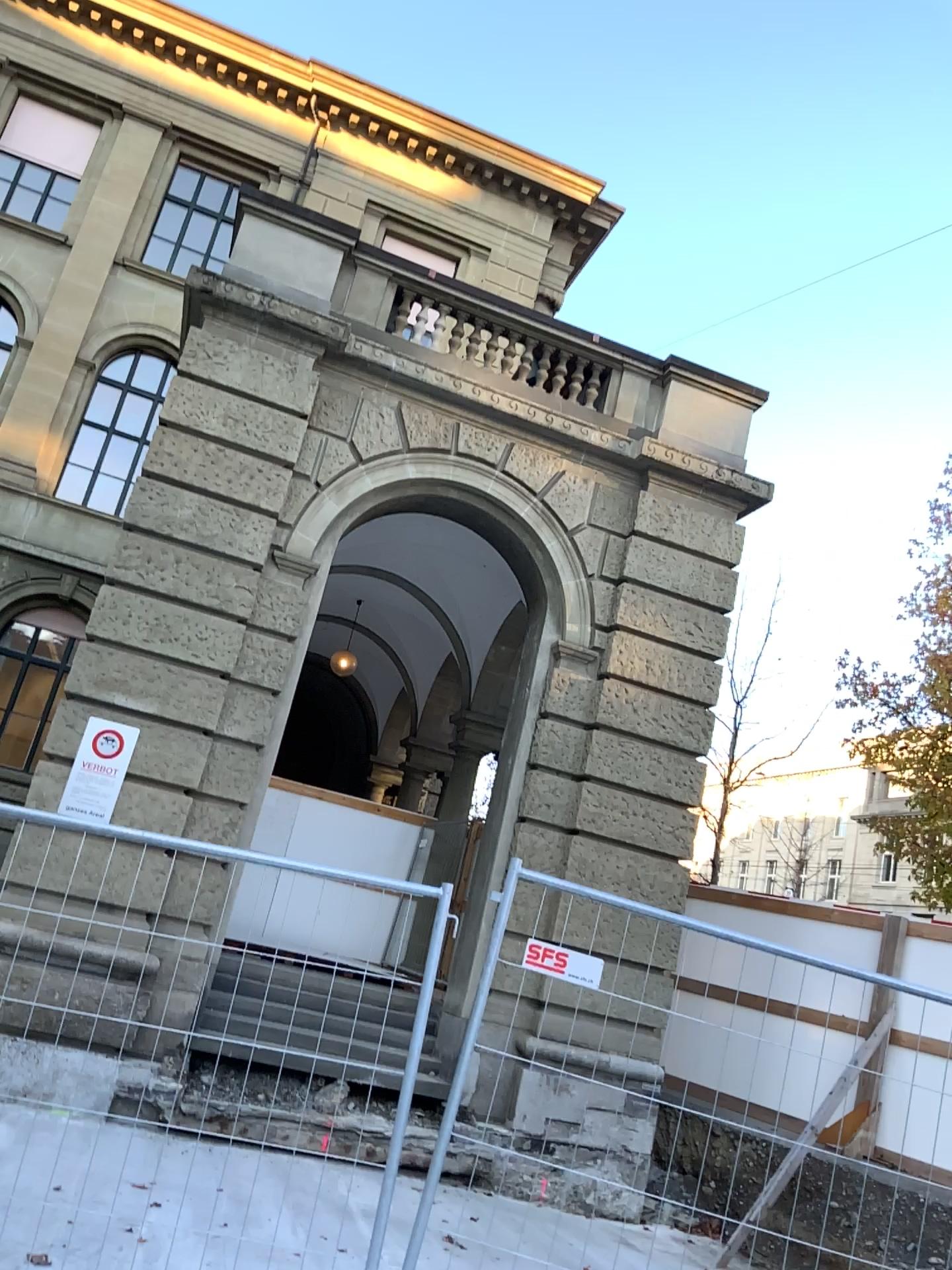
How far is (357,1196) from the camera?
3.9m
